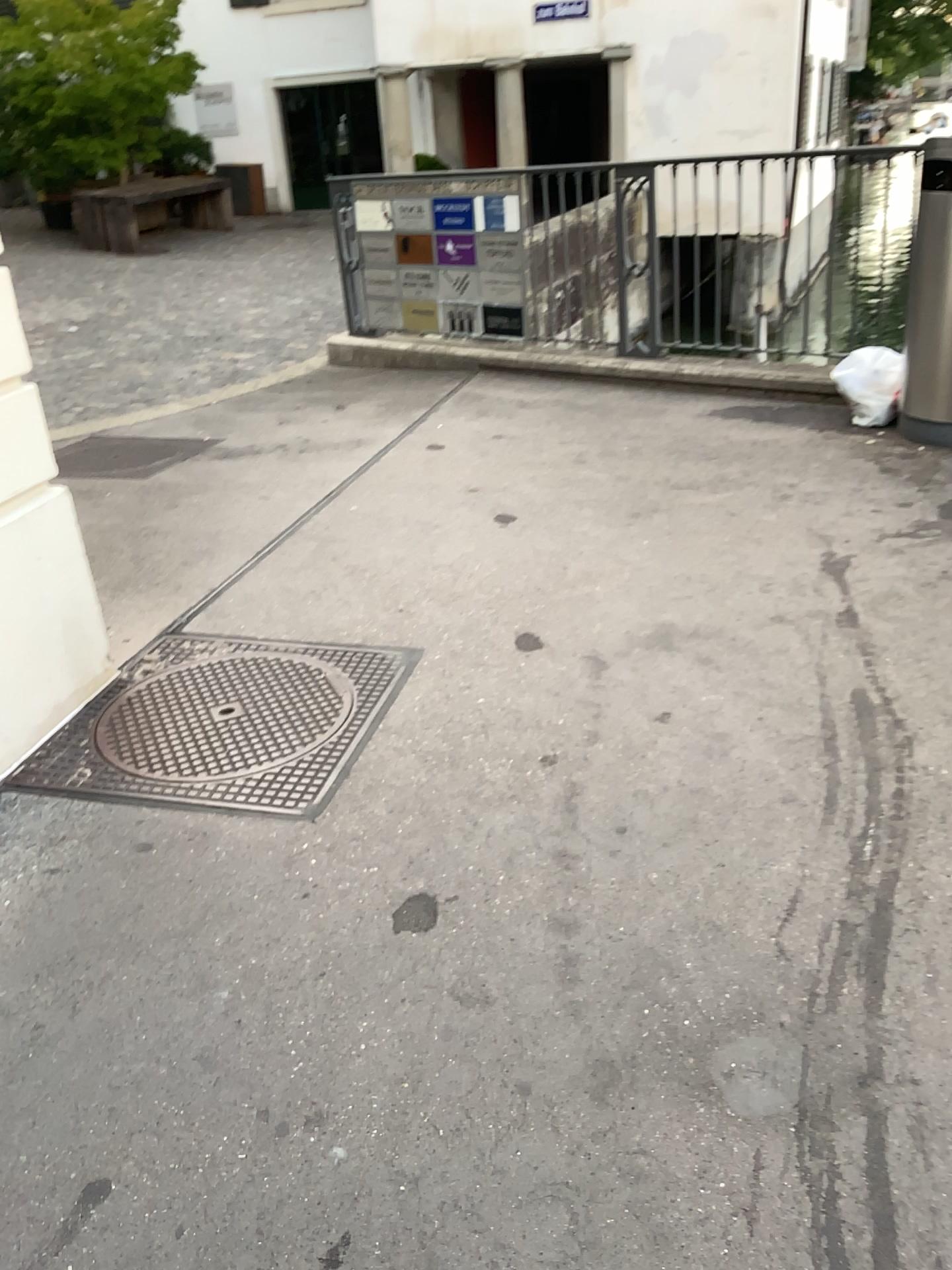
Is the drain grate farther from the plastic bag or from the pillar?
the plastic bag

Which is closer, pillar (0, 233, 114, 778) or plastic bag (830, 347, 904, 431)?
pillar (0, 233, 114, 778)

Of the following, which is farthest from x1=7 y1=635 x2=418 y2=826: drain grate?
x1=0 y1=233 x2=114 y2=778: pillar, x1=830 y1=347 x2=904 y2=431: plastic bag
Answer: x1=830 y1=347 x2=904 y2=431: plastic bag

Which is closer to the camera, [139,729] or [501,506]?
[139,729]

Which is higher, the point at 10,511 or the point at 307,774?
the point at 10,511

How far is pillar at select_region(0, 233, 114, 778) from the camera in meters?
2.6 m

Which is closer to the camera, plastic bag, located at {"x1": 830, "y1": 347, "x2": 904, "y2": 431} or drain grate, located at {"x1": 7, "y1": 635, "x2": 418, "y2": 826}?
drain grate, located at {"x1": 7, "y1": 635, "x2": 418, "y2": 826}

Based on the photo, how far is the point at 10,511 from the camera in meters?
2.6

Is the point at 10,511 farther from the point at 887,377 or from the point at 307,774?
the point at 887,377
